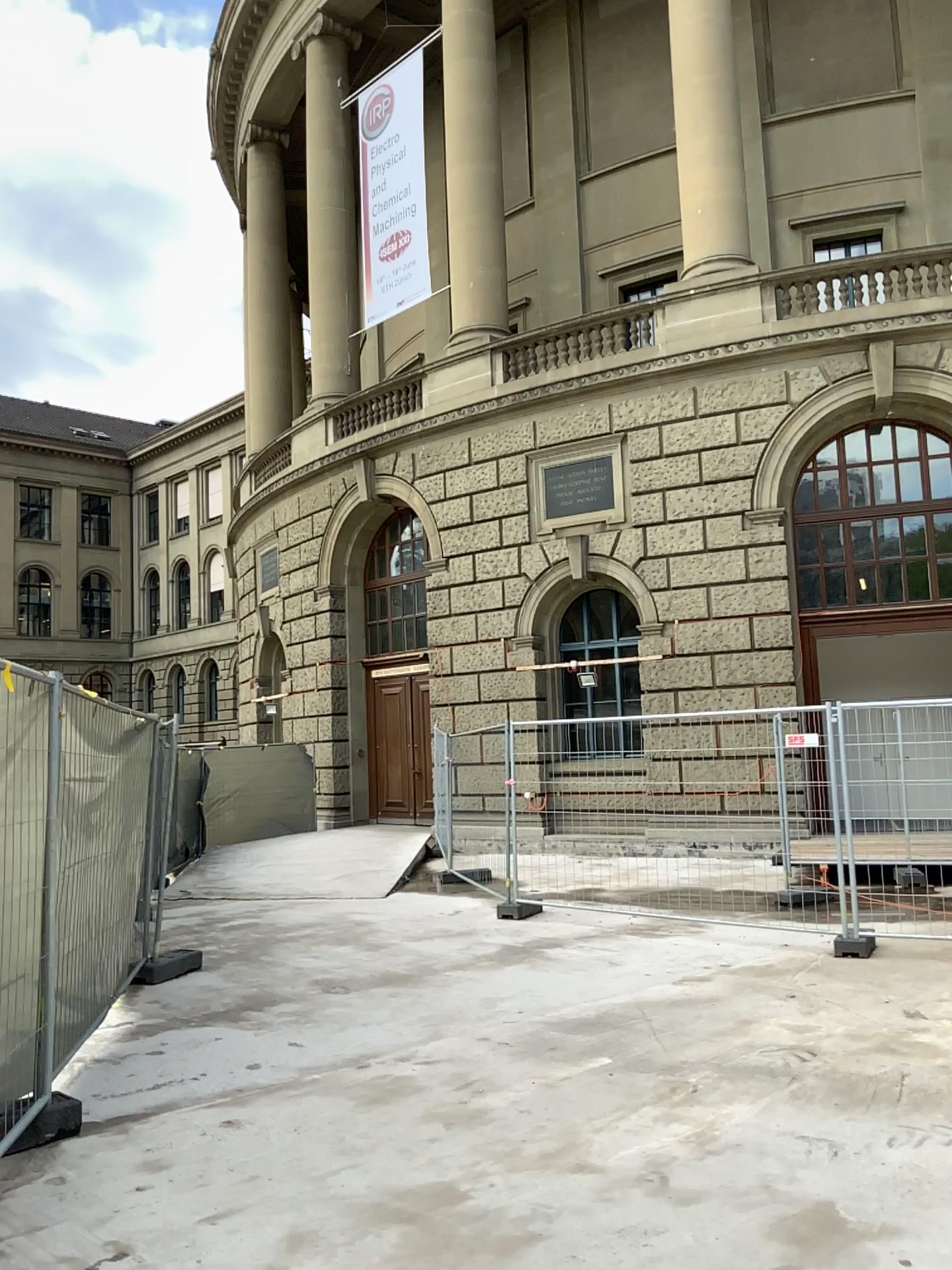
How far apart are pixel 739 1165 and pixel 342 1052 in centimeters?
223cm
